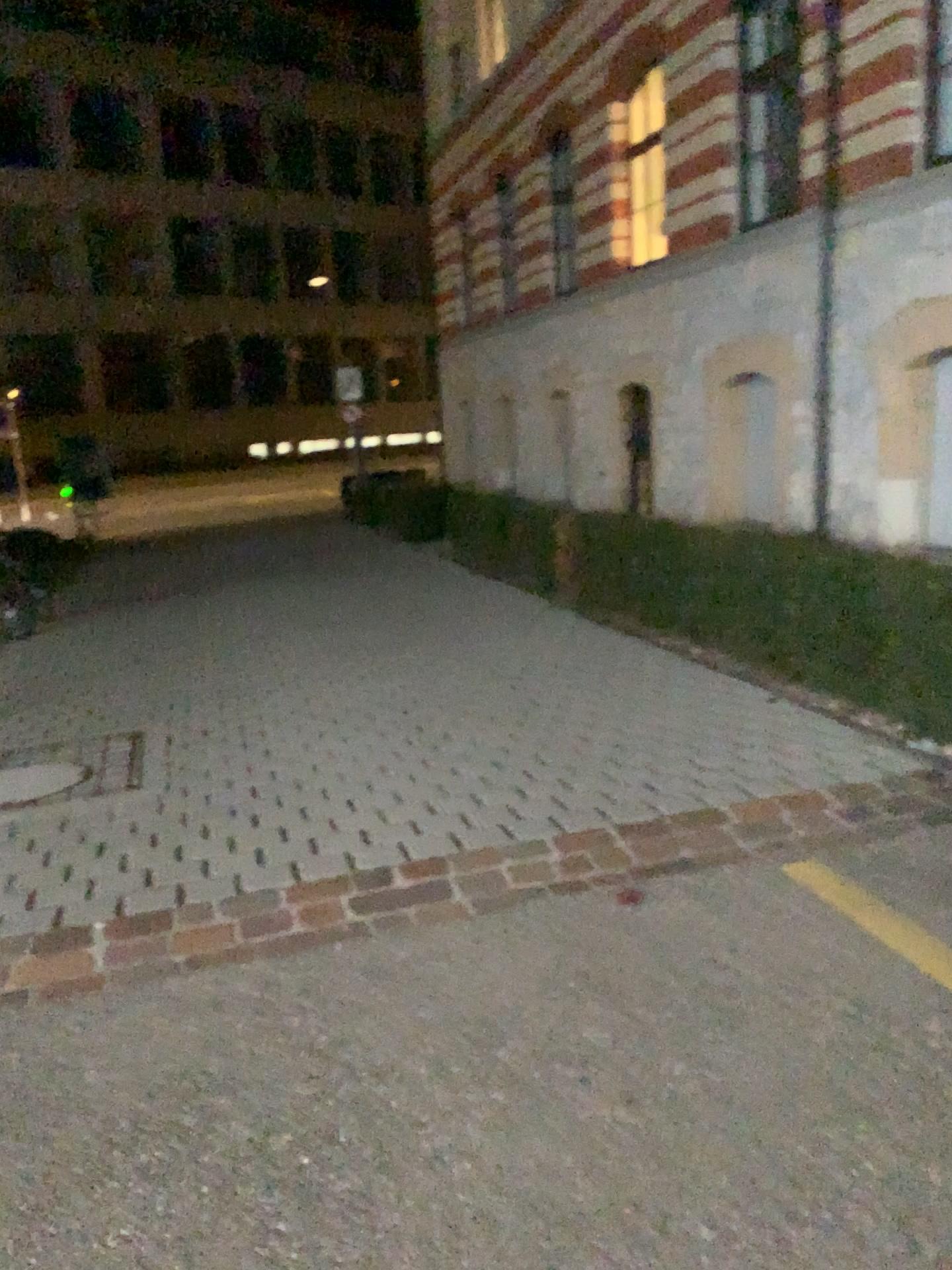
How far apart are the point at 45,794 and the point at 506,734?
2.1 meters
